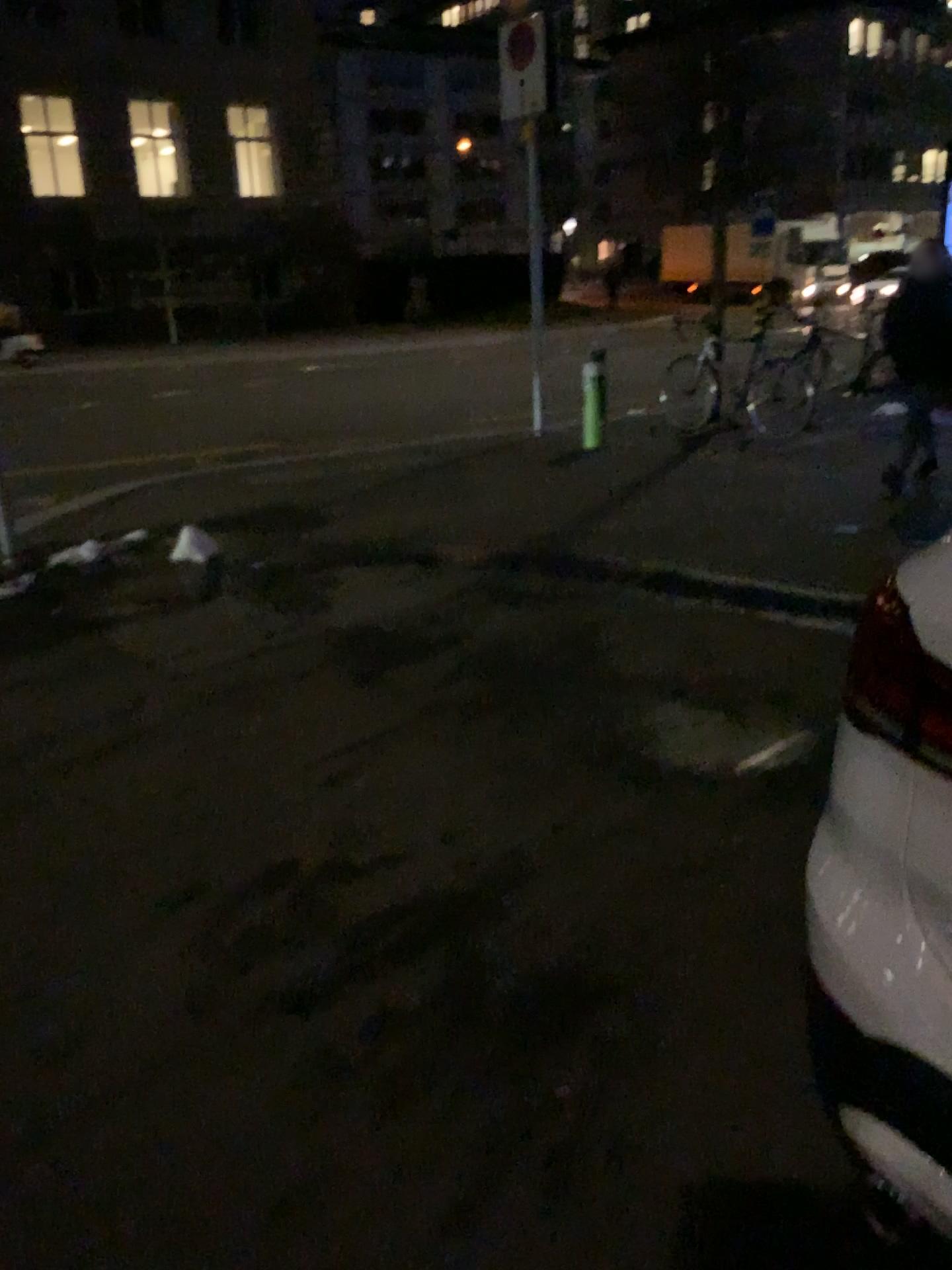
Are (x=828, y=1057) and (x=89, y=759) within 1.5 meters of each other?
no

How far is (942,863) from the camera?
1.28m

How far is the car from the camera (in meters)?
1.28
